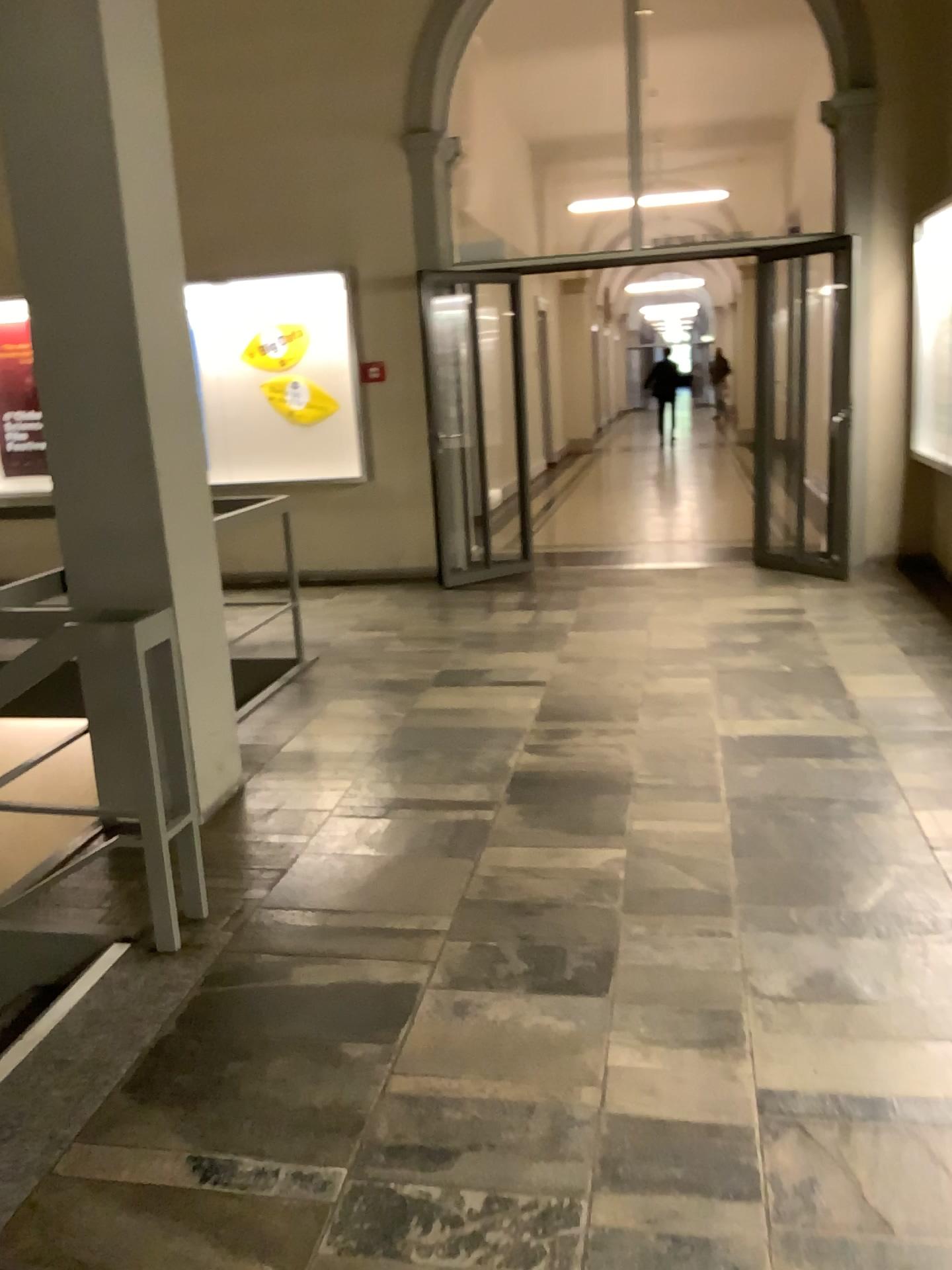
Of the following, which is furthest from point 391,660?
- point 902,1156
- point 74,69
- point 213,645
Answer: point 902,1156

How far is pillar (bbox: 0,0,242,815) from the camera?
3.1m

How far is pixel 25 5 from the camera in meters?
3.1 m
